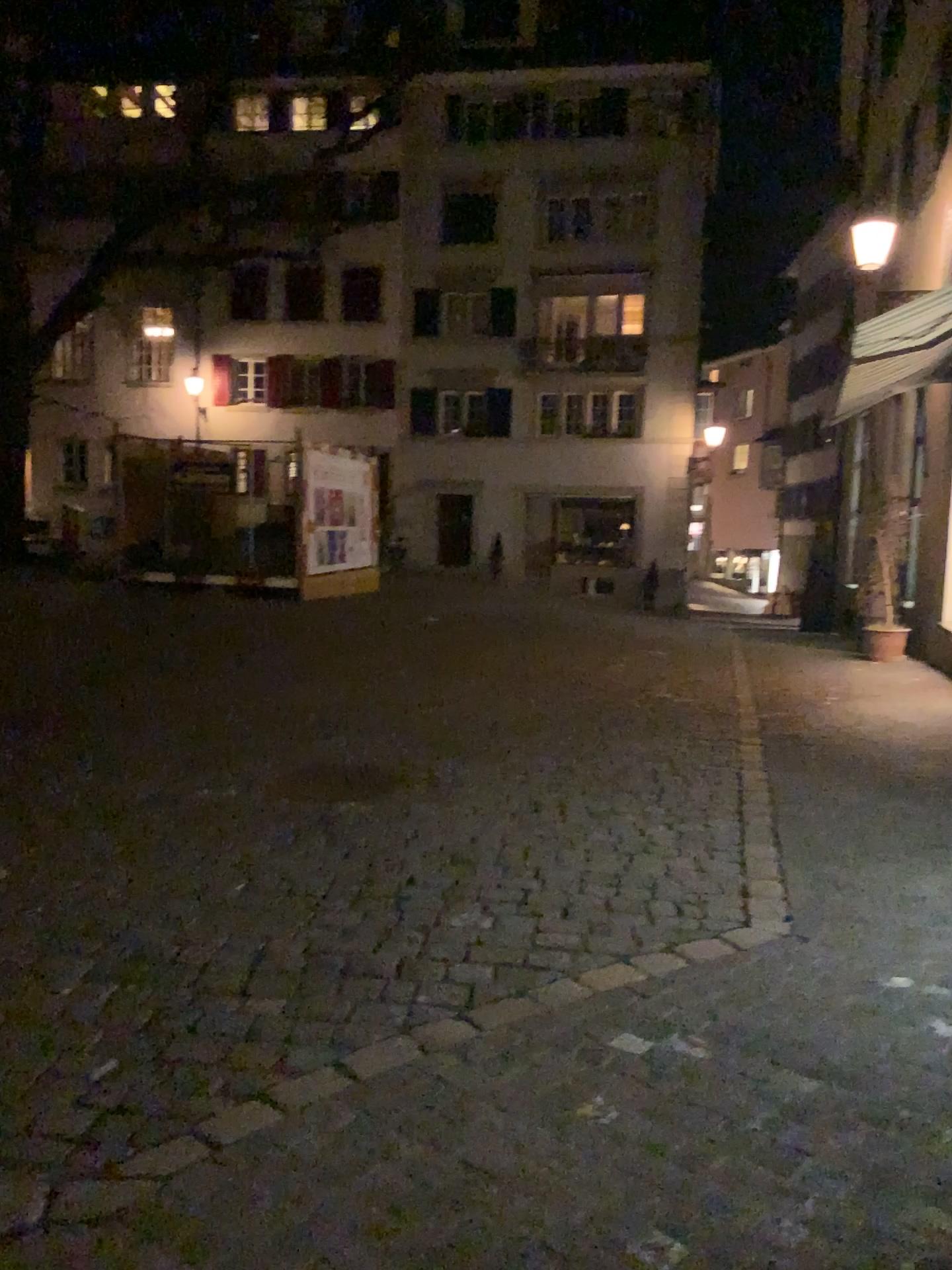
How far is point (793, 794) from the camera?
5.2 meters
